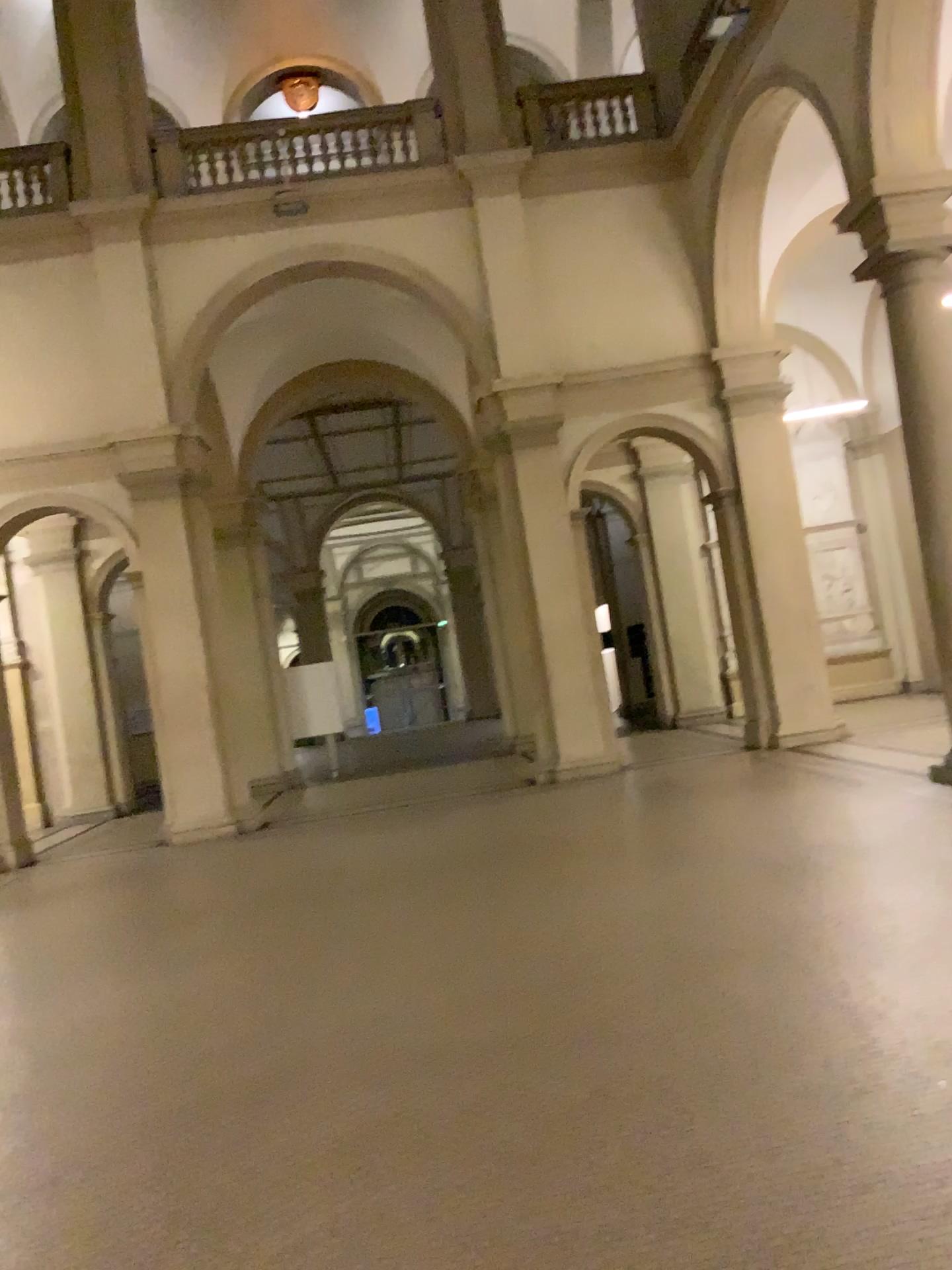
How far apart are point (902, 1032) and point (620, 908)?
2.18m
